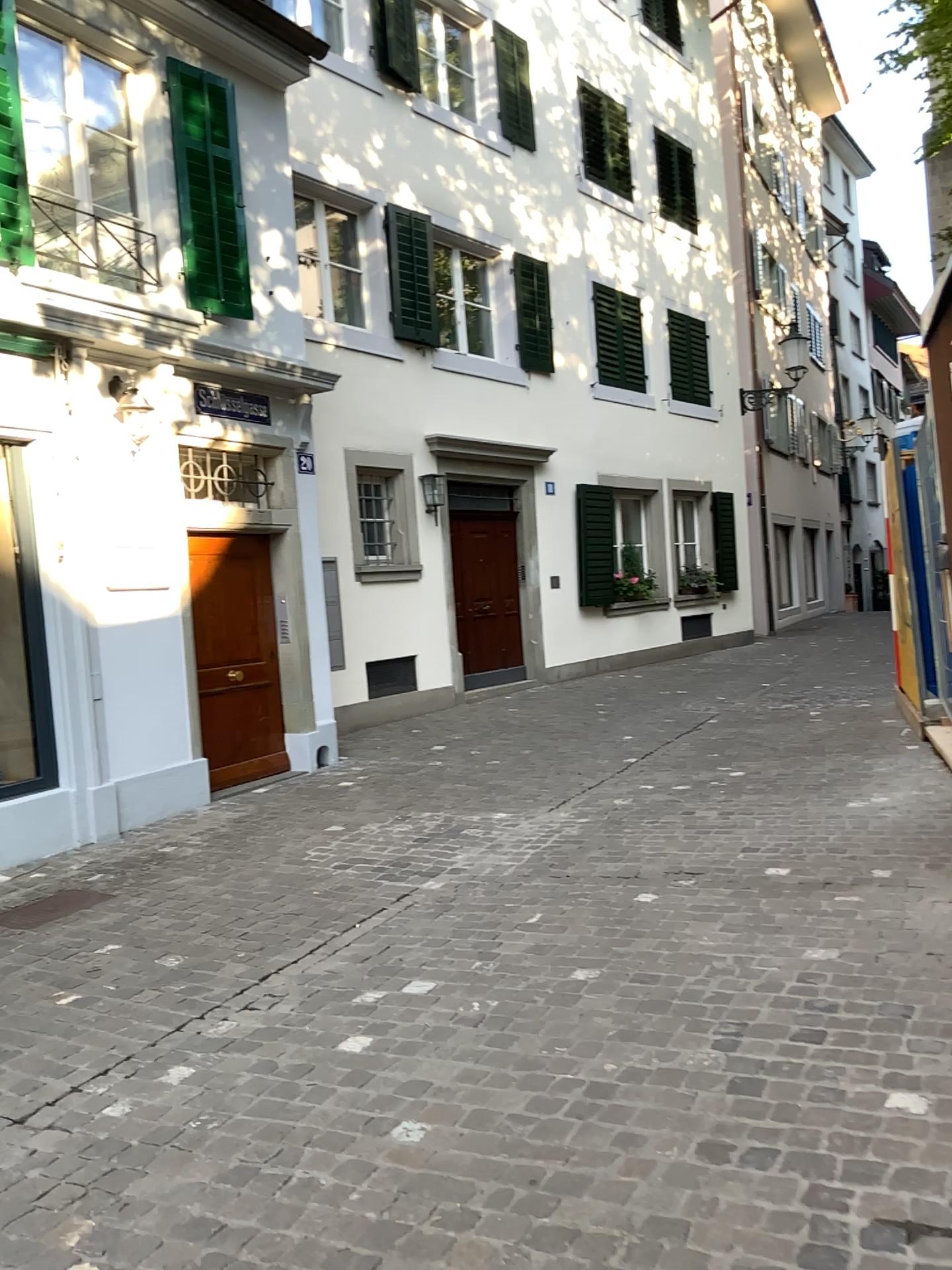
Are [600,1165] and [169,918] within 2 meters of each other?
no
